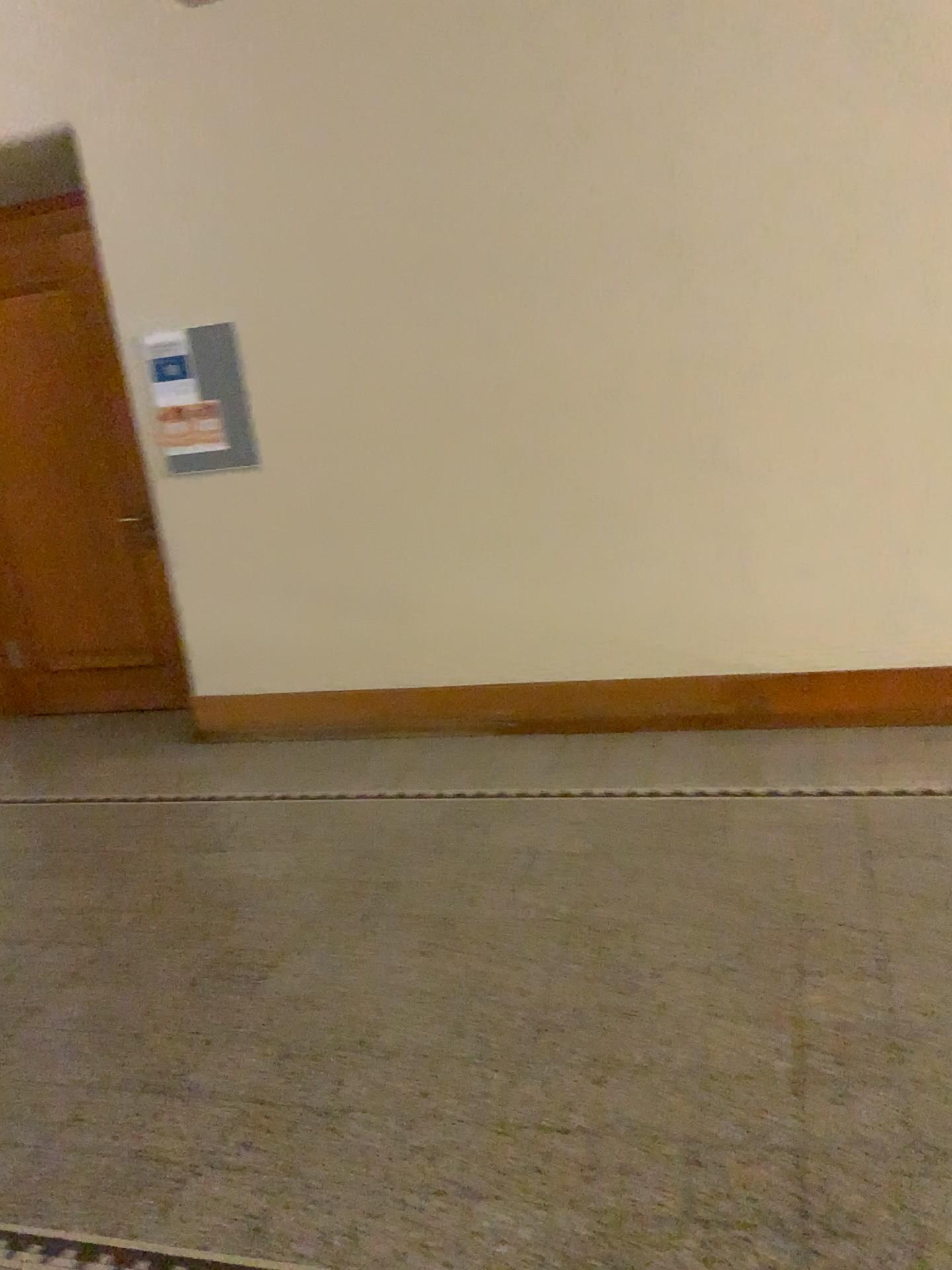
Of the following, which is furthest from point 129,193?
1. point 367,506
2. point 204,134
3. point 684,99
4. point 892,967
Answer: point 892,967
